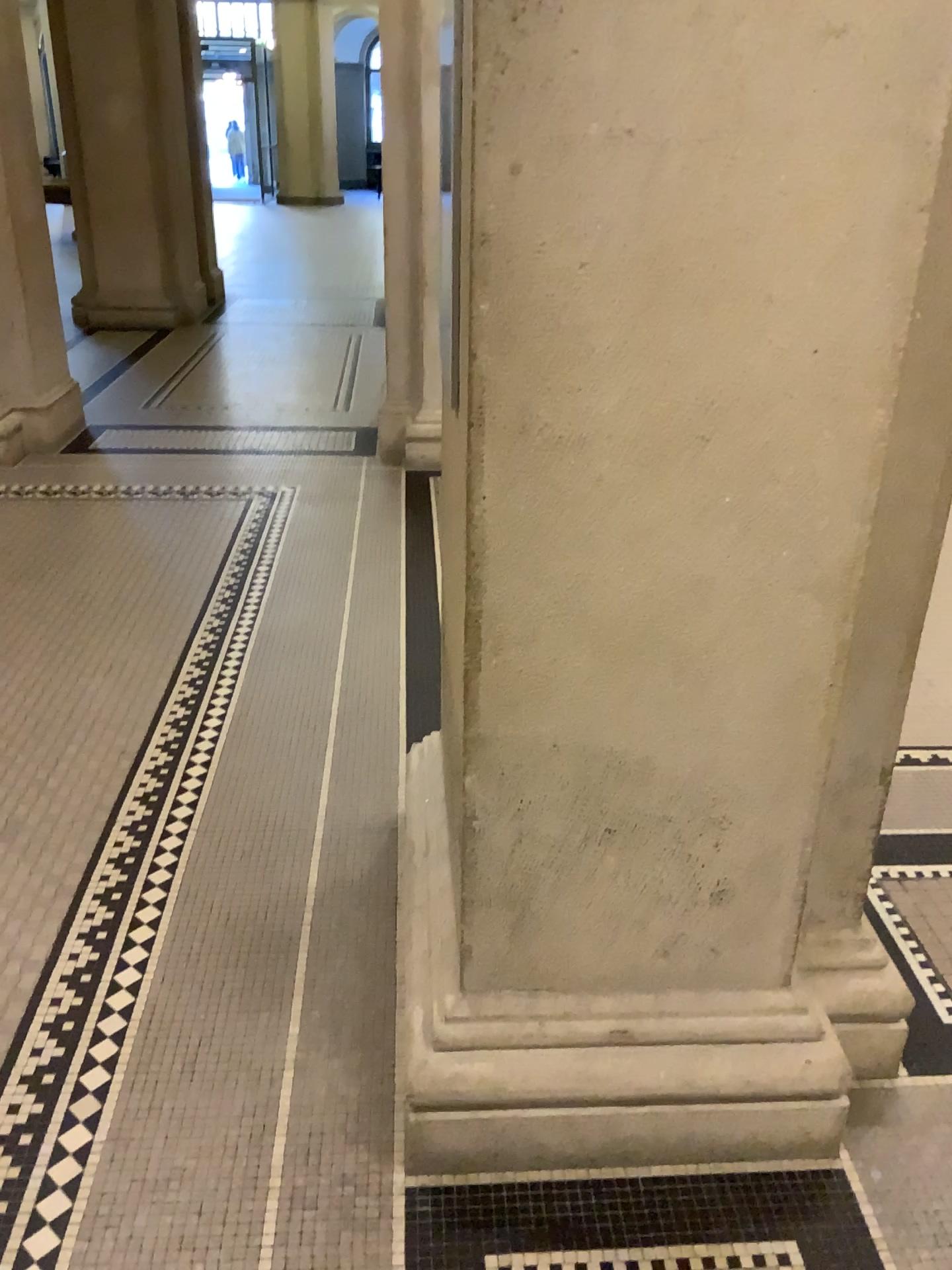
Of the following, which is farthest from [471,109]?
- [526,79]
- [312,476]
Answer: [312,476]
